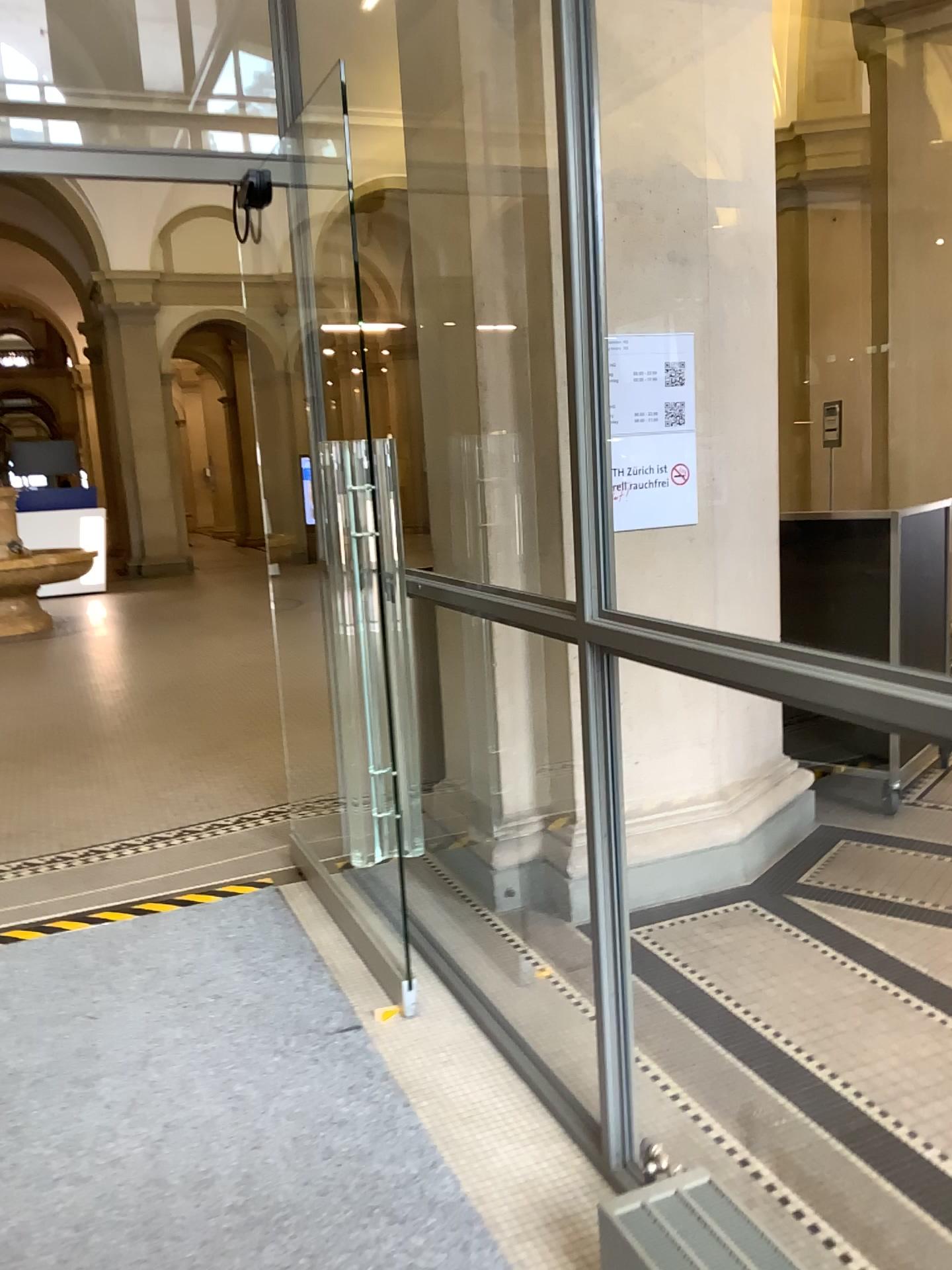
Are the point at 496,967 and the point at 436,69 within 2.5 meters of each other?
no

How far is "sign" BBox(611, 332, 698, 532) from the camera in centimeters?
325cm

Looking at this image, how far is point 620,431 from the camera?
3.2 meters
